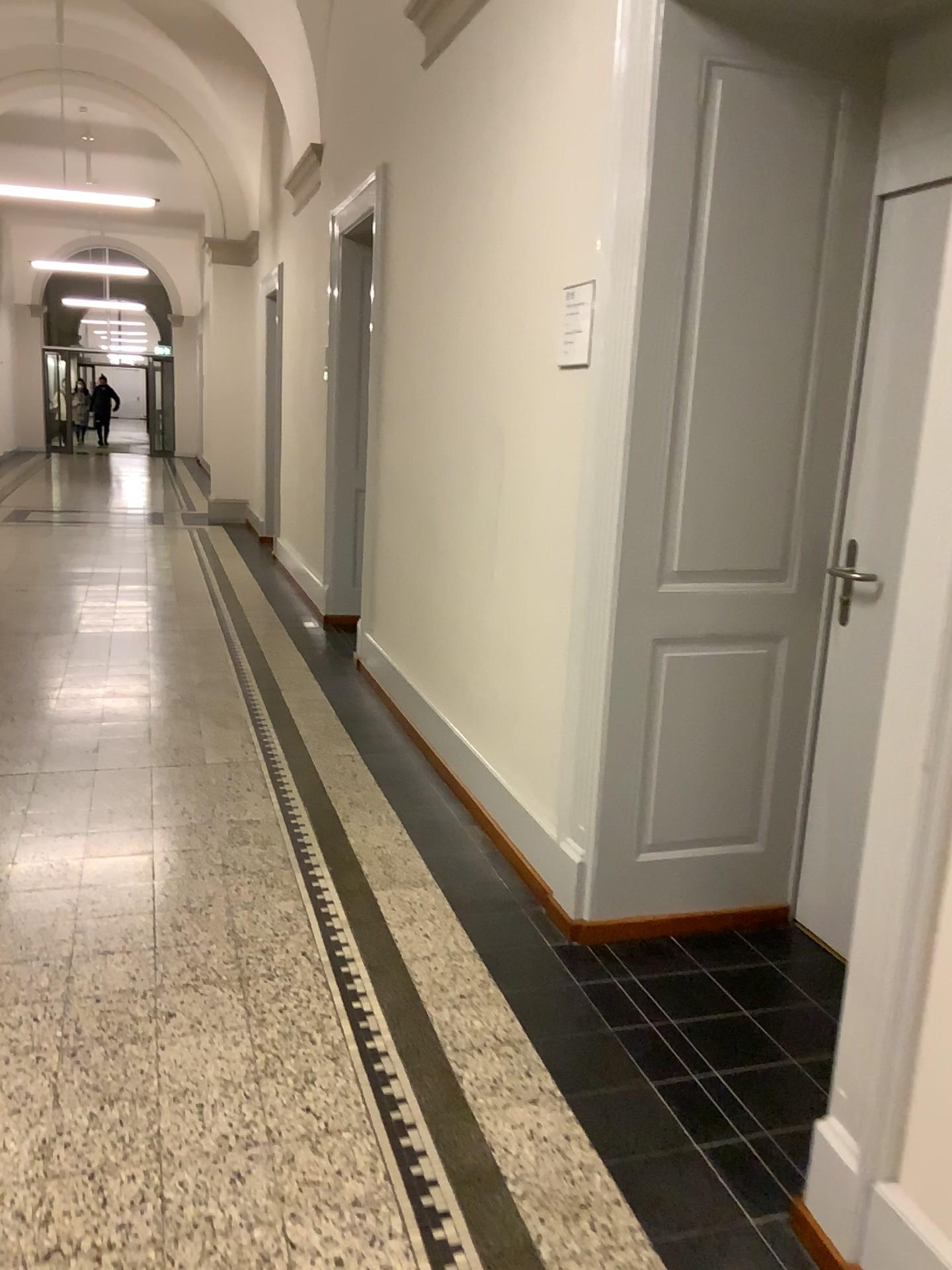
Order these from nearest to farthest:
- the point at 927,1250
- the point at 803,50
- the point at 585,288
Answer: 1. the point at 927,1250
2. the point at 803,50
3. the point at 585,288

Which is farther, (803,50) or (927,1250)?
(803,50)

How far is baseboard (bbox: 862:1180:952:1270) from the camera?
1.6 meters

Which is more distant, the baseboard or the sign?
the sign

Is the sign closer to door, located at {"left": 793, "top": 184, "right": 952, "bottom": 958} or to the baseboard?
door, located at {"left": 793, "top": 184, "right": 952, "bottom": 958}

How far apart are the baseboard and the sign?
2.0m

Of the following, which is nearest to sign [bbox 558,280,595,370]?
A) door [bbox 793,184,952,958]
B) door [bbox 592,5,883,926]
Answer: door [bbox 592,5,883,926]

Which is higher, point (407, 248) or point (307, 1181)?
point (407, 248)

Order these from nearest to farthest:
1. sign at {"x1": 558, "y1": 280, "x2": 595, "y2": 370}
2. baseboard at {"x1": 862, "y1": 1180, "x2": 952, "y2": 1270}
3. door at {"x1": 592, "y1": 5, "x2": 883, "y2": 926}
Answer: baseboard at {"x1": 862, "y1": 1180, "x2": 952, "y2": 1270} → door at {"x1": 592, "y1": 5, "x2": 883, "y2": 926} → sign at {"x1": 558, "y1": 280, "x2": 595, "y2": 370}

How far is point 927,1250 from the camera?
1.59m
